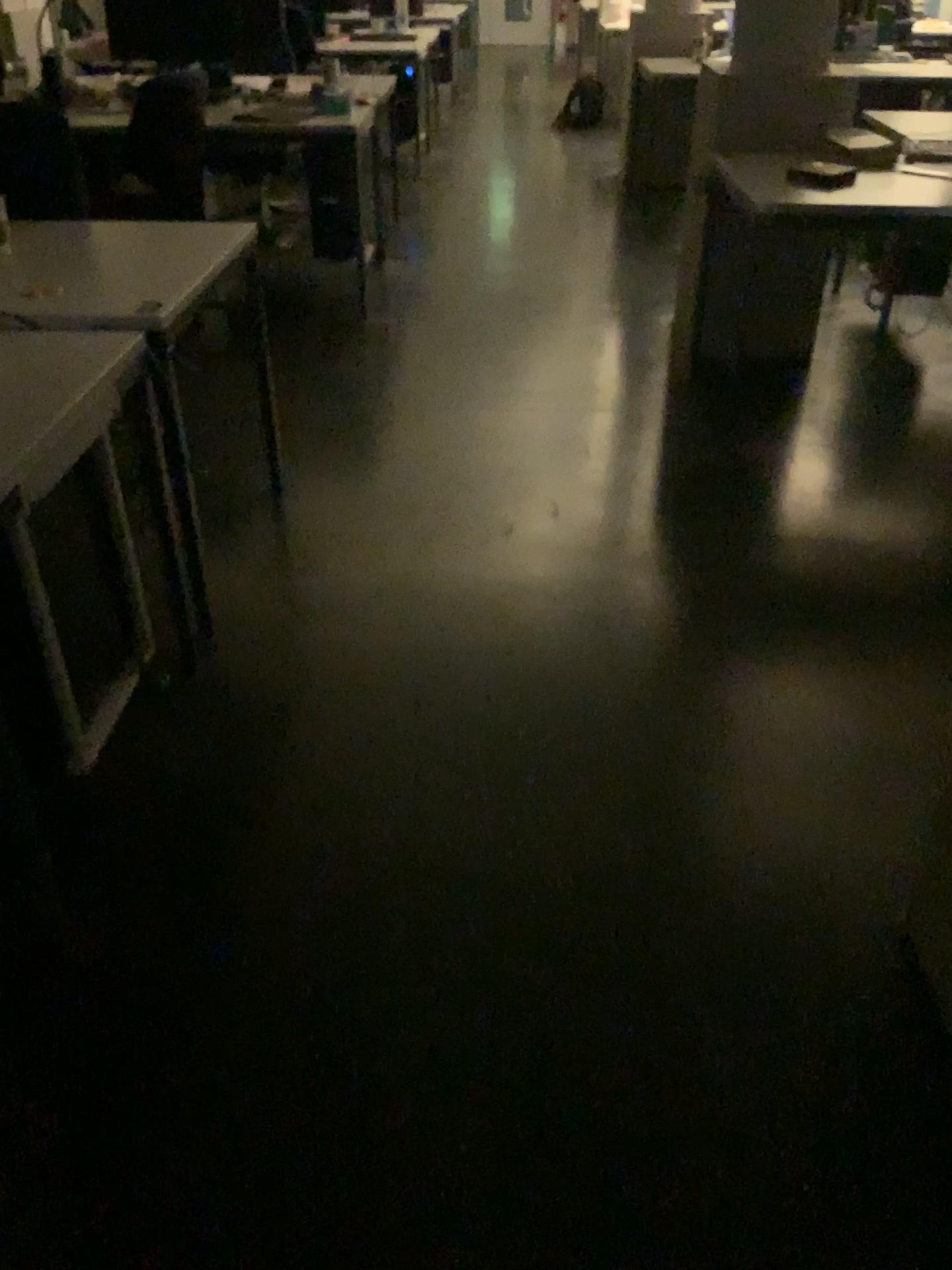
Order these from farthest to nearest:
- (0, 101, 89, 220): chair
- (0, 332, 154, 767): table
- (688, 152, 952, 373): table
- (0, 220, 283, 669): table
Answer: (688, 152, 952, 373): table, (0, 101, 89, 220): chair, (0, 220, 283, 669): table, (0, 332, 154, 767): table

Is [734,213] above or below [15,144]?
below

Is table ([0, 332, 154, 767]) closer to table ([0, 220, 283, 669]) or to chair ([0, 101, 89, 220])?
table ([0, 220, 283, 669])

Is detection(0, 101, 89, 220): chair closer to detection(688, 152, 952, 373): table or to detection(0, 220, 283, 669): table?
detection(0, 220, 283, 669): table

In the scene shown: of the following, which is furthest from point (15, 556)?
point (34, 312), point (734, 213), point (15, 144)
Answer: point (734, 213)

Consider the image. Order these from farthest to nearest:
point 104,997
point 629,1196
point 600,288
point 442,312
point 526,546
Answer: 1. point 600,288
2. point 442,312
3. point 526,546
4. point 104,997
5. point 629,1196

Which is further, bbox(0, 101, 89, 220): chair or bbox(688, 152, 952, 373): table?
bbox(688, 152, 952, 373): table

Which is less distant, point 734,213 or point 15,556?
point 15,556

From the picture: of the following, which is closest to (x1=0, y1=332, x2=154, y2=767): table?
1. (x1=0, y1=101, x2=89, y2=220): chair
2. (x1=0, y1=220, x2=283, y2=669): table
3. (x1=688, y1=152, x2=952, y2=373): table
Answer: (x1=0, y1=220, x2=283, y2=669): table

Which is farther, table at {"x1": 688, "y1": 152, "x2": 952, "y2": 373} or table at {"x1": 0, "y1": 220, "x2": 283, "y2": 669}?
table at {"x1": 688, "y1": 152, "x2": 952, "y2": 373}
